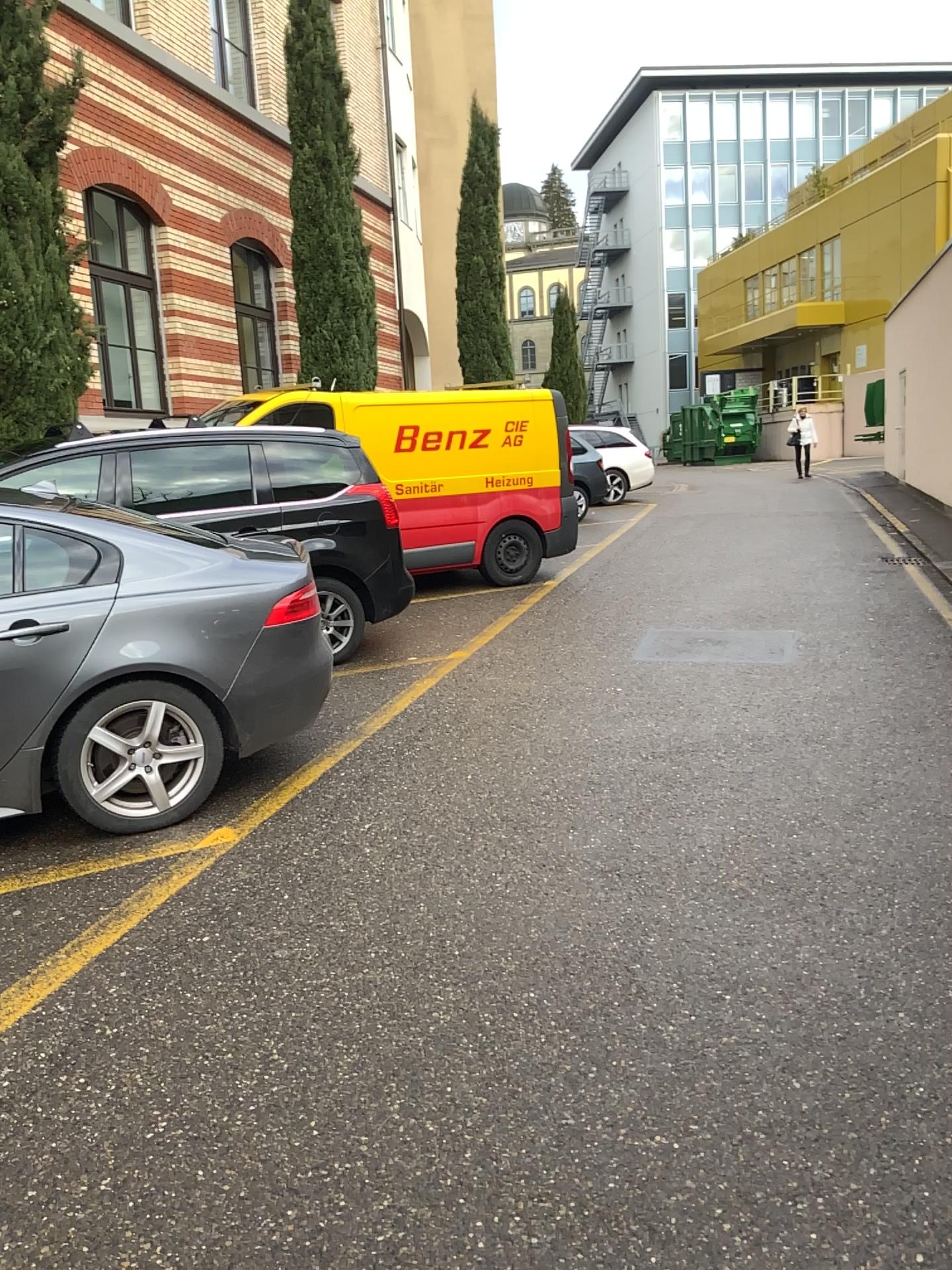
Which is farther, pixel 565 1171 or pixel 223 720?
pixel 223 720

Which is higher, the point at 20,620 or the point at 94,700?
the point at 20,620

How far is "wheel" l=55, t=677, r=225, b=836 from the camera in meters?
4.1

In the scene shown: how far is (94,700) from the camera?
4.05m
